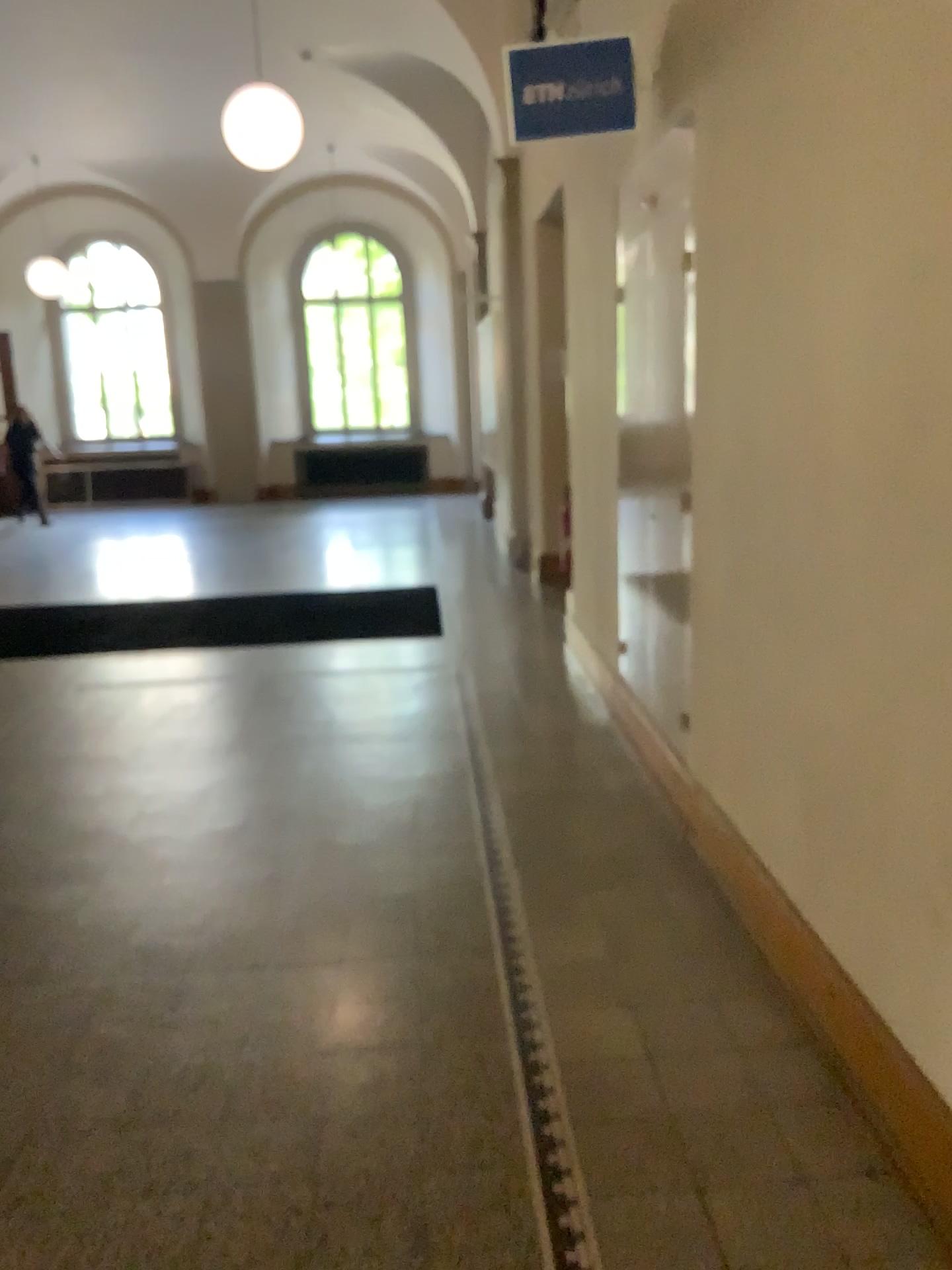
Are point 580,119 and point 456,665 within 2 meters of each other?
no

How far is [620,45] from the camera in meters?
3.4 m

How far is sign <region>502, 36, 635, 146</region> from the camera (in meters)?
3.40
